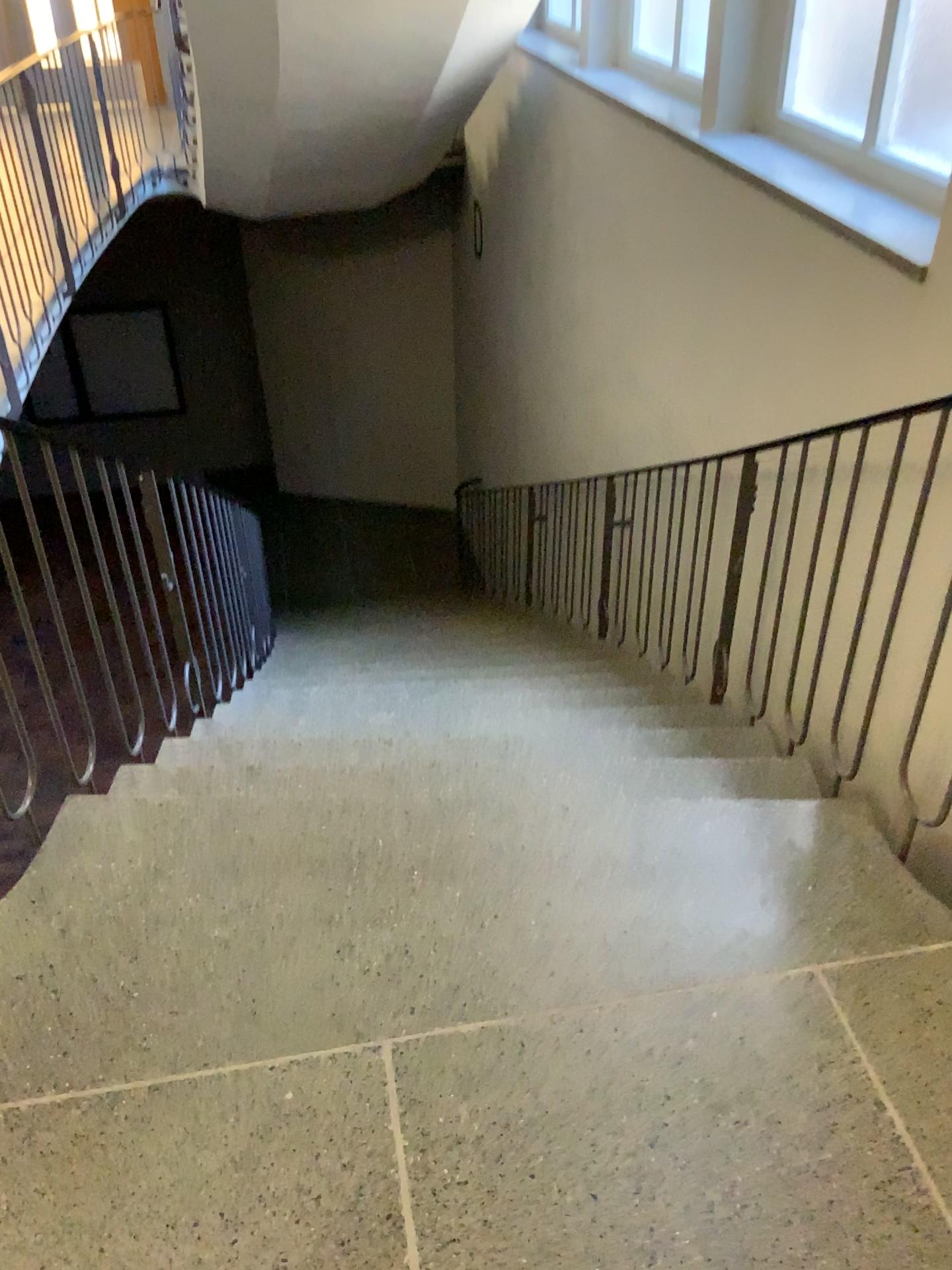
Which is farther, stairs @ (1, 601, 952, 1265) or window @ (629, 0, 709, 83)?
window @ (629, 0, 709, 83)

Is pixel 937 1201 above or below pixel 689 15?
below

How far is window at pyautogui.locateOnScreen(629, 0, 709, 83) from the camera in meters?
4.2 m

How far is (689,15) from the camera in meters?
4.2

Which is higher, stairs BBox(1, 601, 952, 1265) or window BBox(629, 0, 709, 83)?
window BBox(629, 0, 709, 83)

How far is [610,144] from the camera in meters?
4.3 m

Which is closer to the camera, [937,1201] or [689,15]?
[937,1201]
